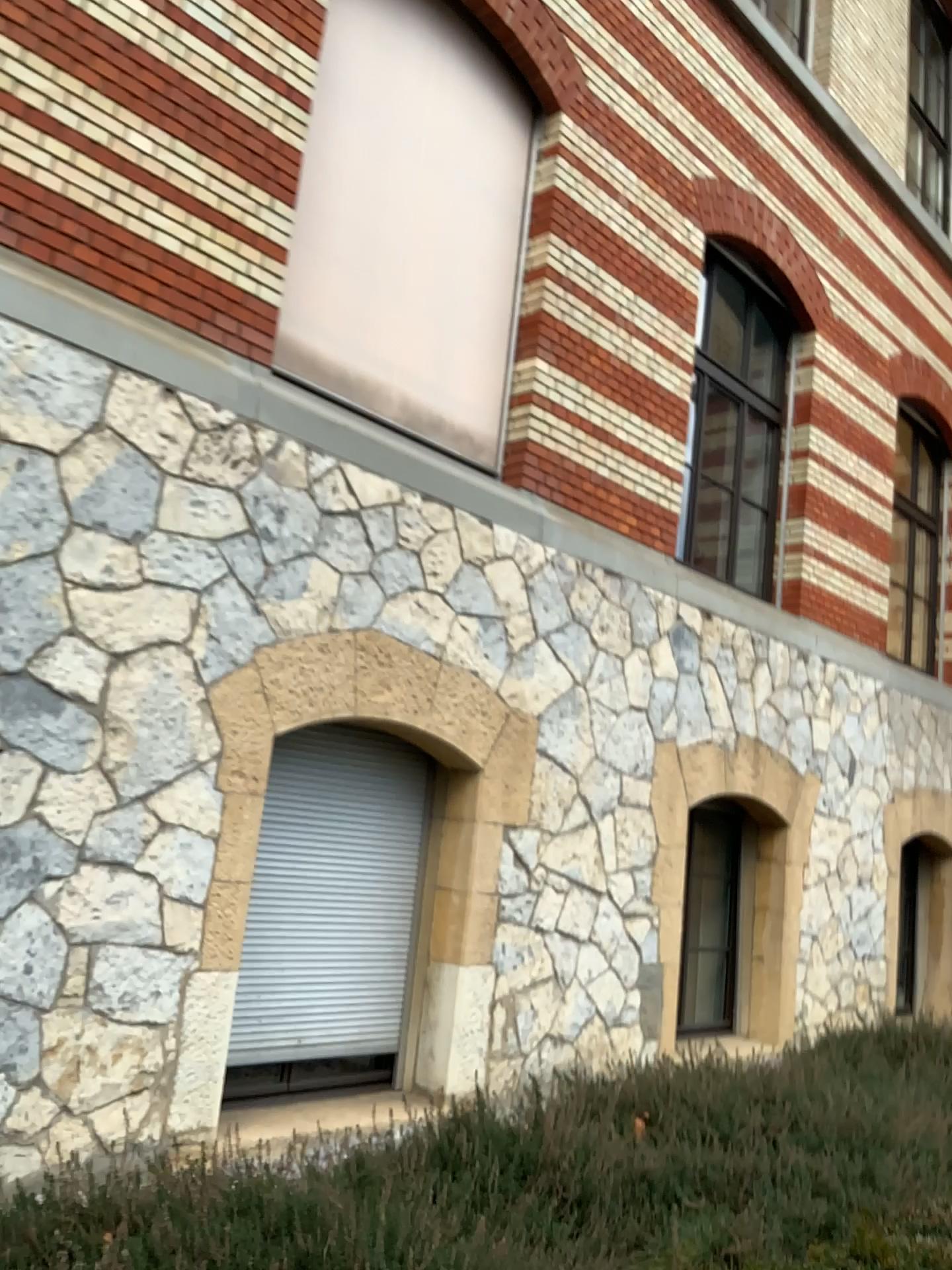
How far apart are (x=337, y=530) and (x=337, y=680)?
0.7 meters
